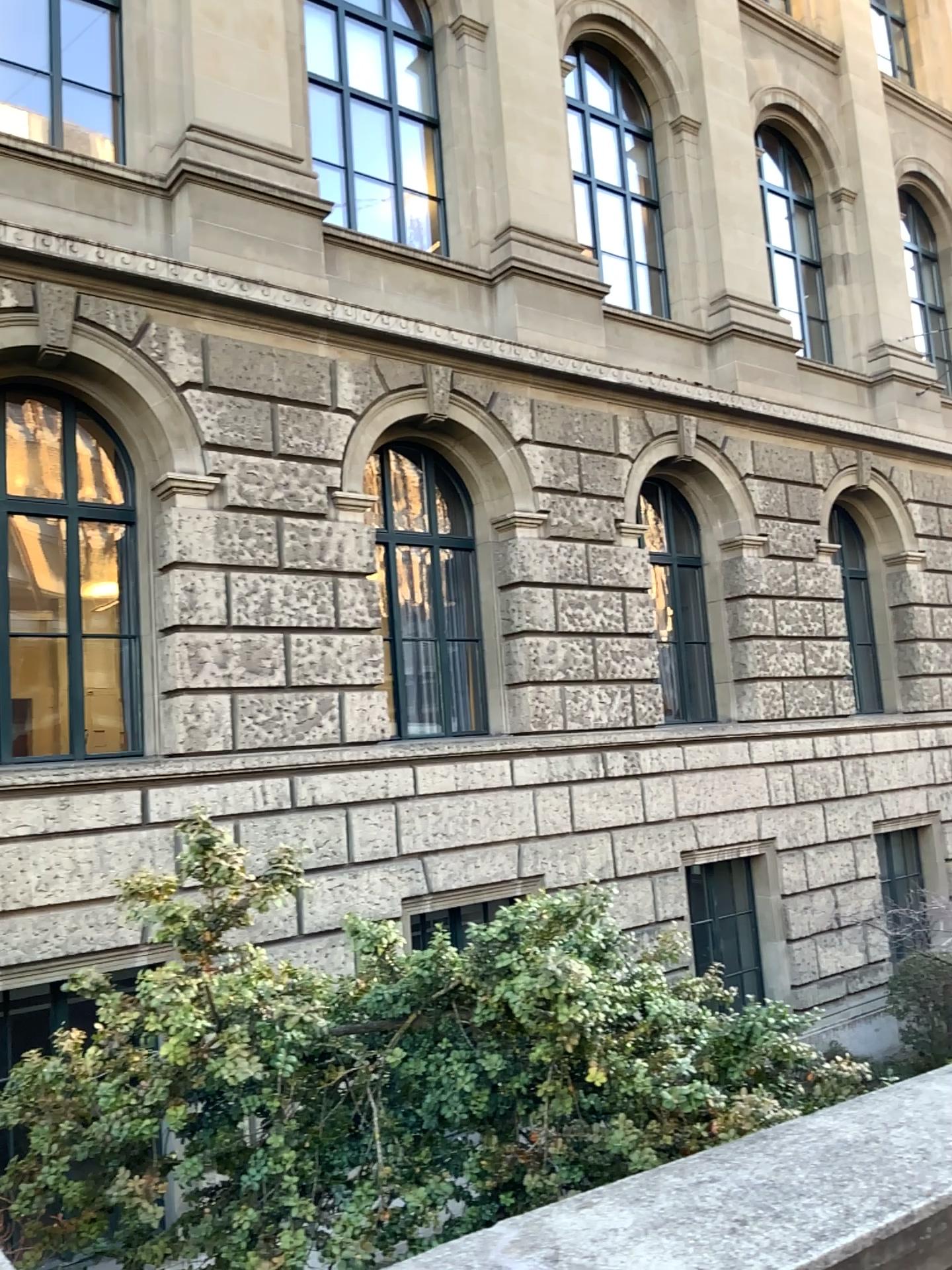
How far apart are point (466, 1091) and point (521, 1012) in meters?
0.3 m
